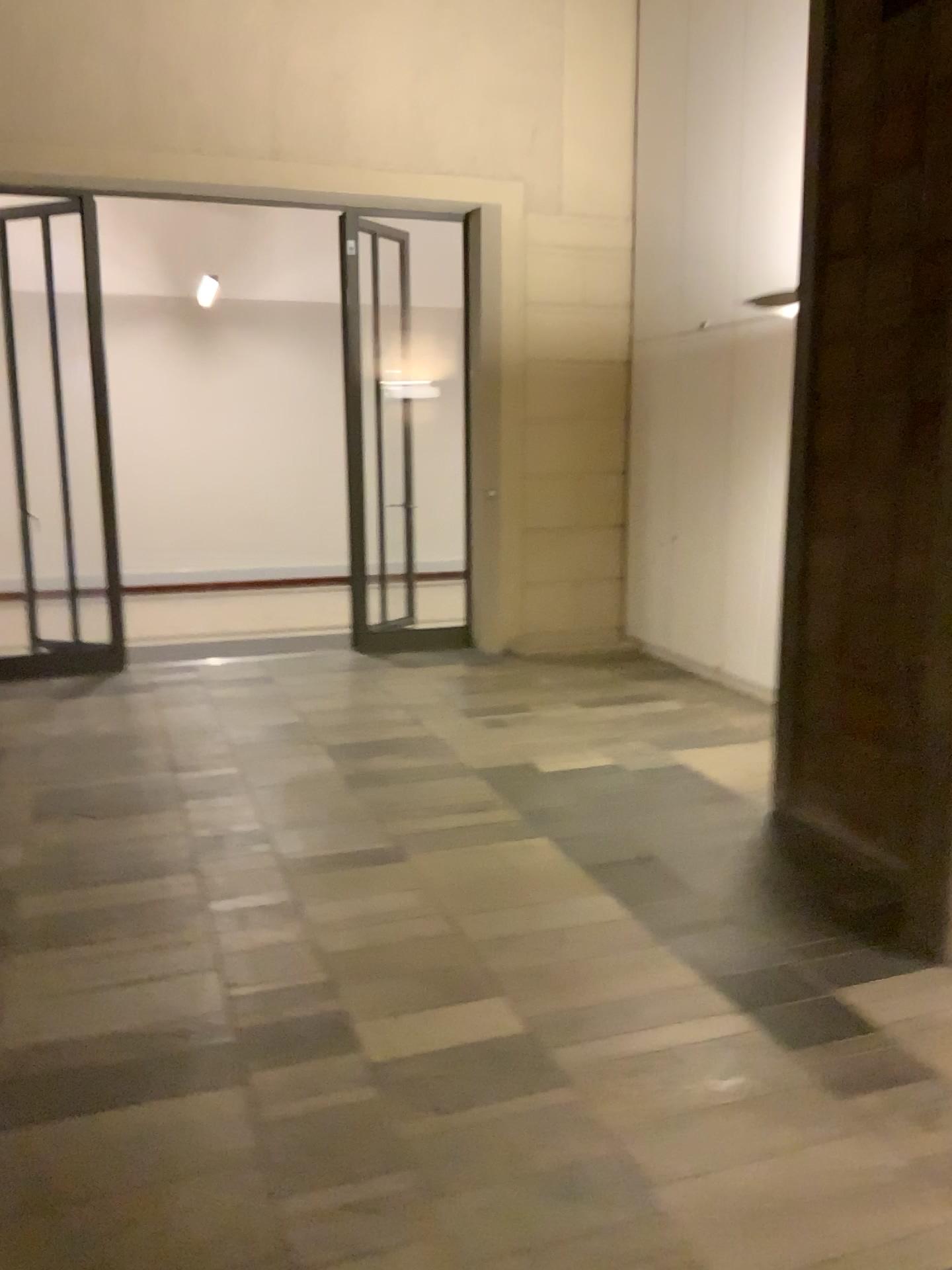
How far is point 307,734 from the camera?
5.5 meters
